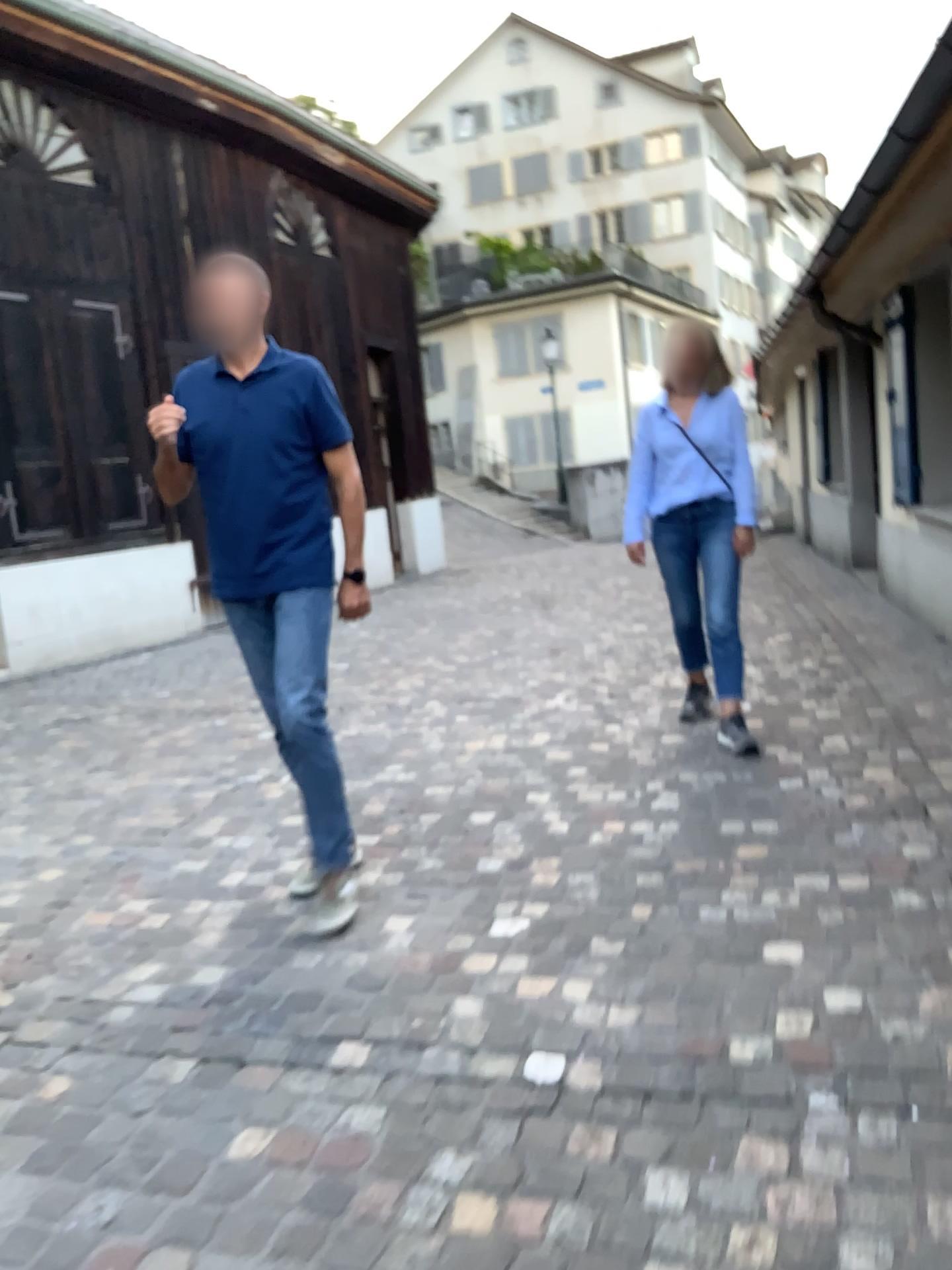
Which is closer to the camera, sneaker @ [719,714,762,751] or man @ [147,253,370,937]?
man @ [147,253,370,937]

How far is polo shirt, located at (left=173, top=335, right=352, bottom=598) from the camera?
3.0m

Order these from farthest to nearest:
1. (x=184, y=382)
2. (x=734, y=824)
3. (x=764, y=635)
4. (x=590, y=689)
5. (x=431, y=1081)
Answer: (x=764, y=635) < (x=590, y=689) < (x=734, y=824) < (x=184, y=382) < (x=431, y=1081)

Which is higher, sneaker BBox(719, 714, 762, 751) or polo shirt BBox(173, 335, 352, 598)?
polo shirt BBox(173, 335, 352, 598)

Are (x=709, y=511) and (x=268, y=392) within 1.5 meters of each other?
no

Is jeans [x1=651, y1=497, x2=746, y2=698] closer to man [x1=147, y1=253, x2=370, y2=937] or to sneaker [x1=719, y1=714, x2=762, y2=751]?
sneaker [x1=719, y1=714, x2=762, y2=751]

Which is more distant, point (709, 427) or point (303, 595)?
point (709, 427)

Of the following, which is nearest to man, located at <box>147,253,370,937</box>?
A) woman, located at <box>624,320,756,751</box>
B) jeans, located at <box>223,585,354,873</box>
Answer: jeans, located at <box>223,585,354,873</box>

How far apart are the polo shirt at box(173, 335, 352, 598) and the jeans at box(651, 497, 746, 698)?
1.77m

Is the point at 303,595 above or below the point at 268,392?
below
